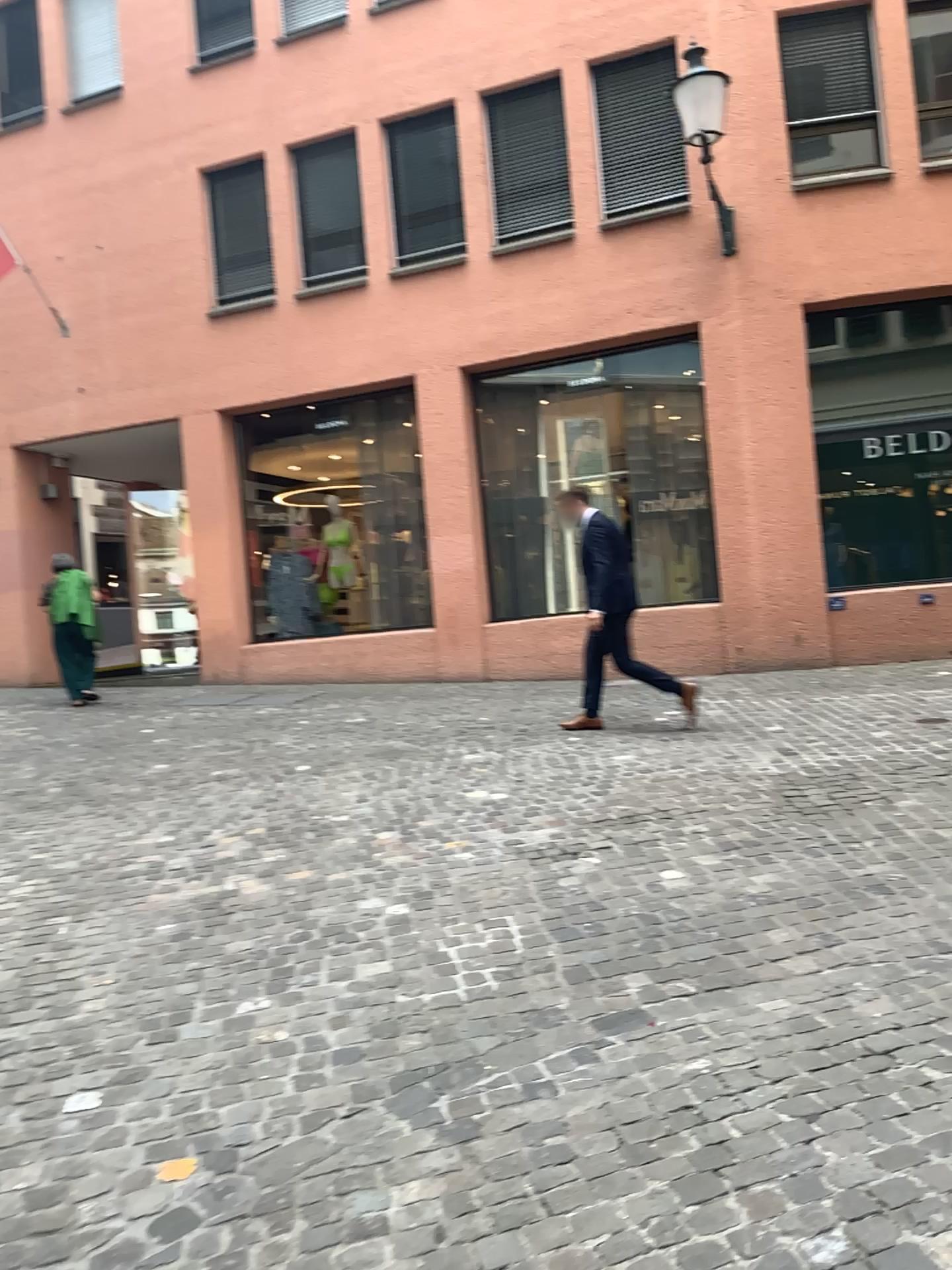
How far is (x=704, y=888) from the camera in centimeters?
390cm
